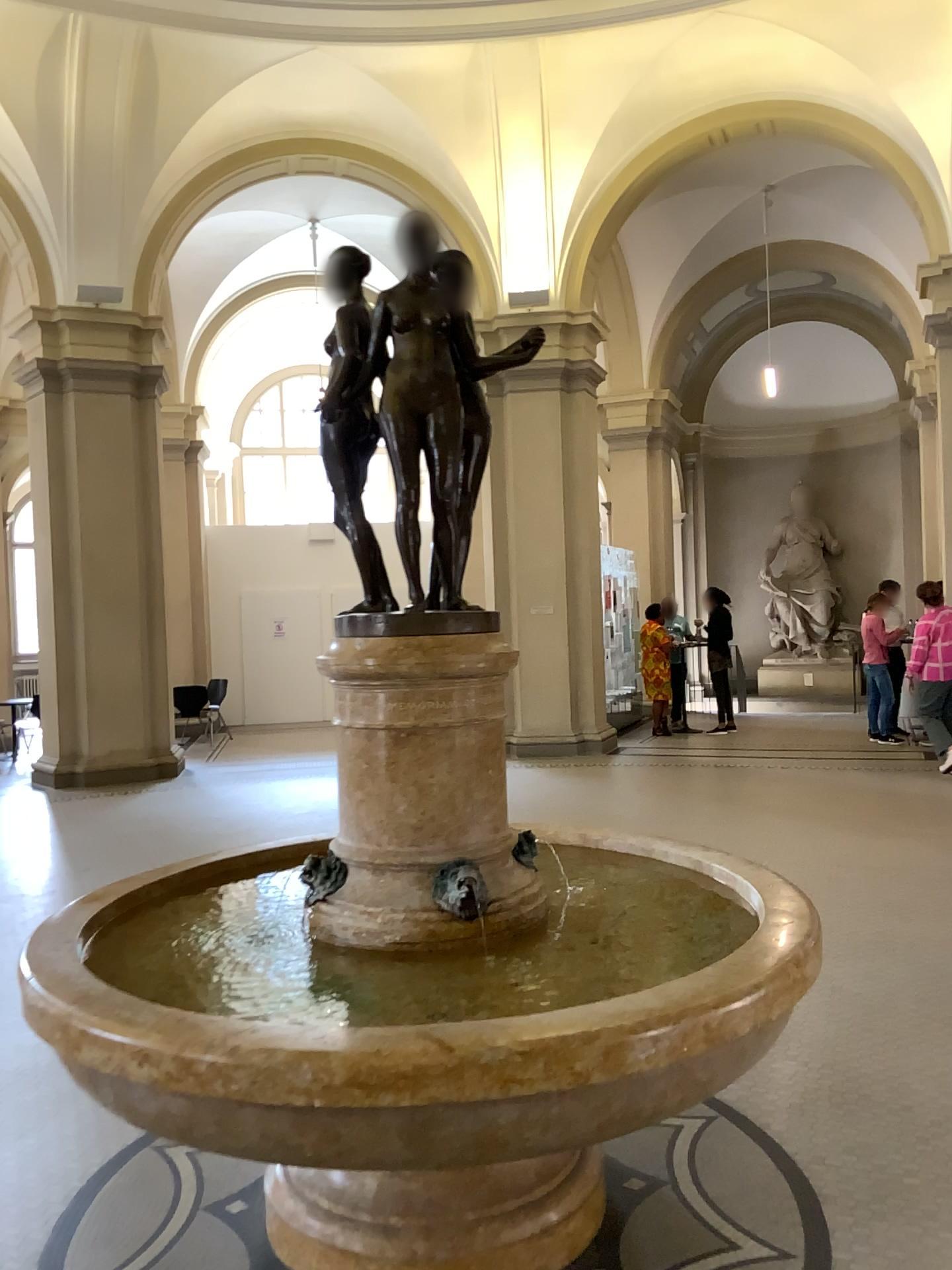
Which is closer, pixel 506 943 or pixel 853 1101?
pixel 506 943
